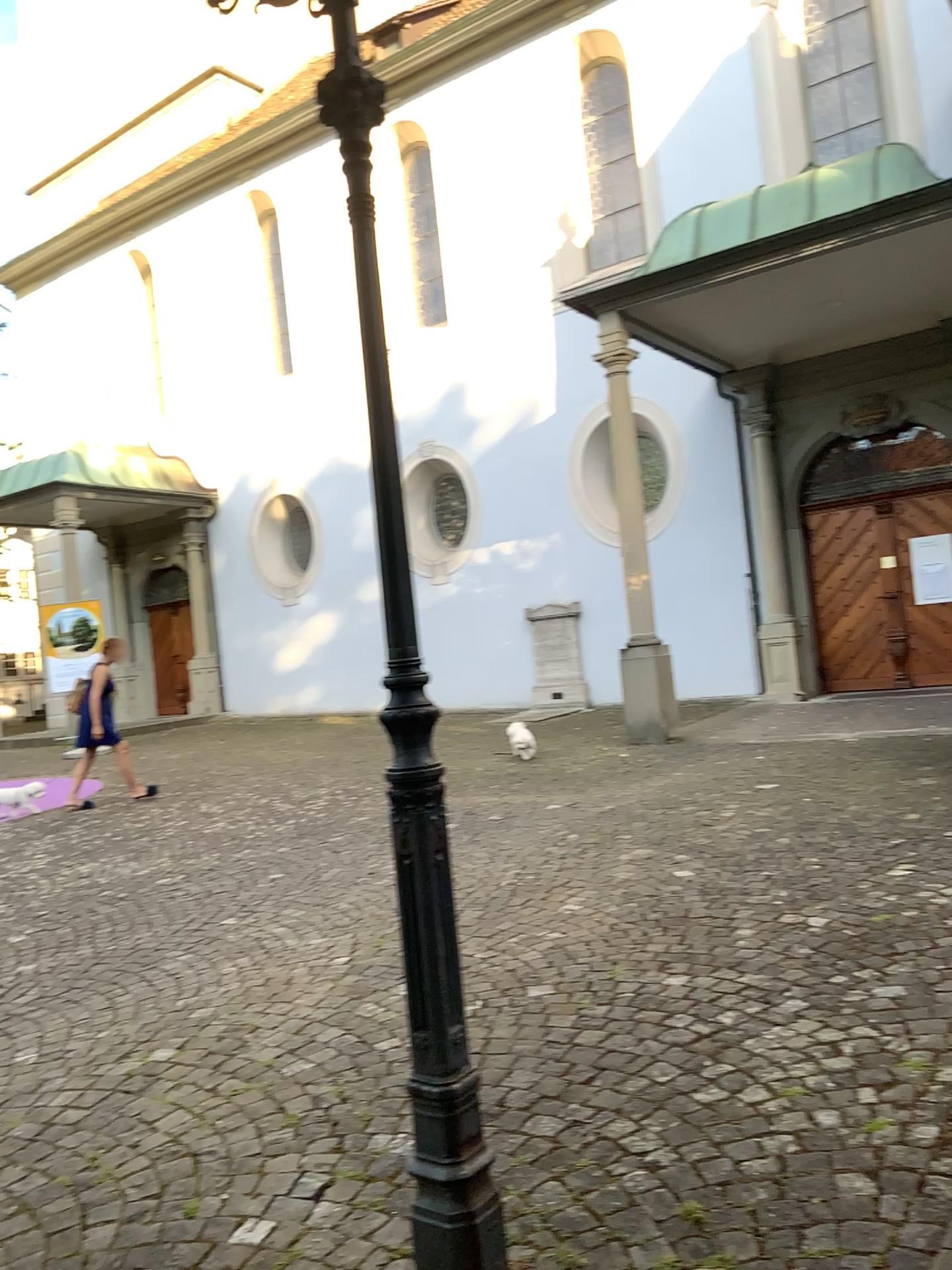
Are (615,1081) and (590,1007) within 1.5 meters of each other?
yes
